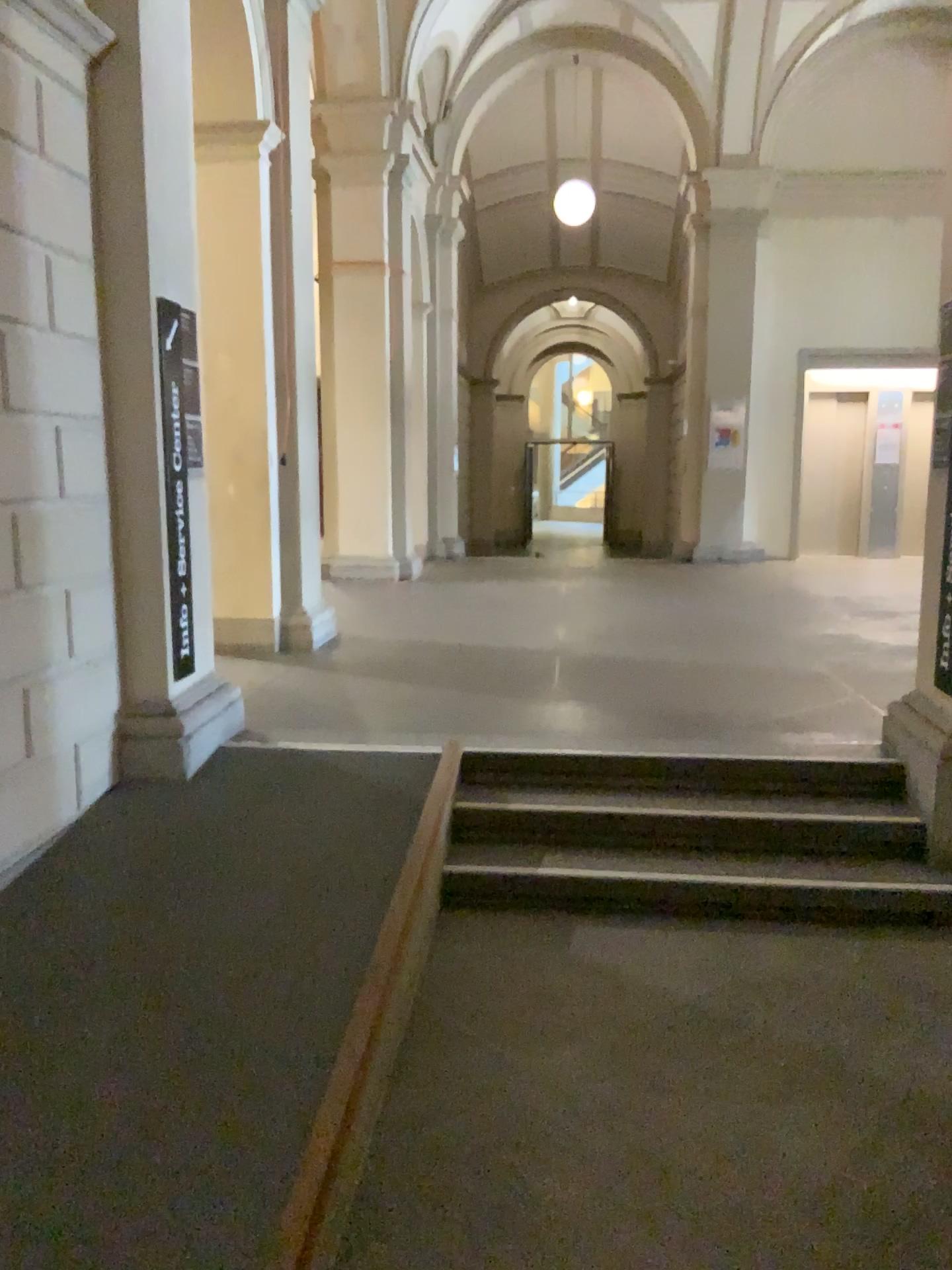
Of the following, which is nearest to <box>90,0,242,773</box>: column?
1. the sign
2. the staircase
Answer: the sign

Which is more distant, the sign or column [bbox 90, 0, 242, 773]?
the sign

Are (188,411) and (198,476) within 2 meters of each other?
yes

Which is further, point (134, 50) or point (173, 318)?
point (173, 318)

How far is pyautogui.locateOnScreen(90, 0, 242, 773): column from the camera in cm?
397

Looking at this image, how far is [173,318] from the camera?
4.2m

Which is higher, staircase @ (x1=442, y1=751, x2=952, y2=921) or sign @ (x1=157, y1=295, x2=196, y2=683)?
sign @ (x1=157, y1=295, x2=196, y2=683)

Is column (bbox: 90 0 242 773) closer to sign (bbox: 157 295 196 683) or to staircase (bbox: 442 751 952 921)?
sign (bbox: 157 295 196 683)

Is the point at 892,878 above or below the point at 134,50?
below
